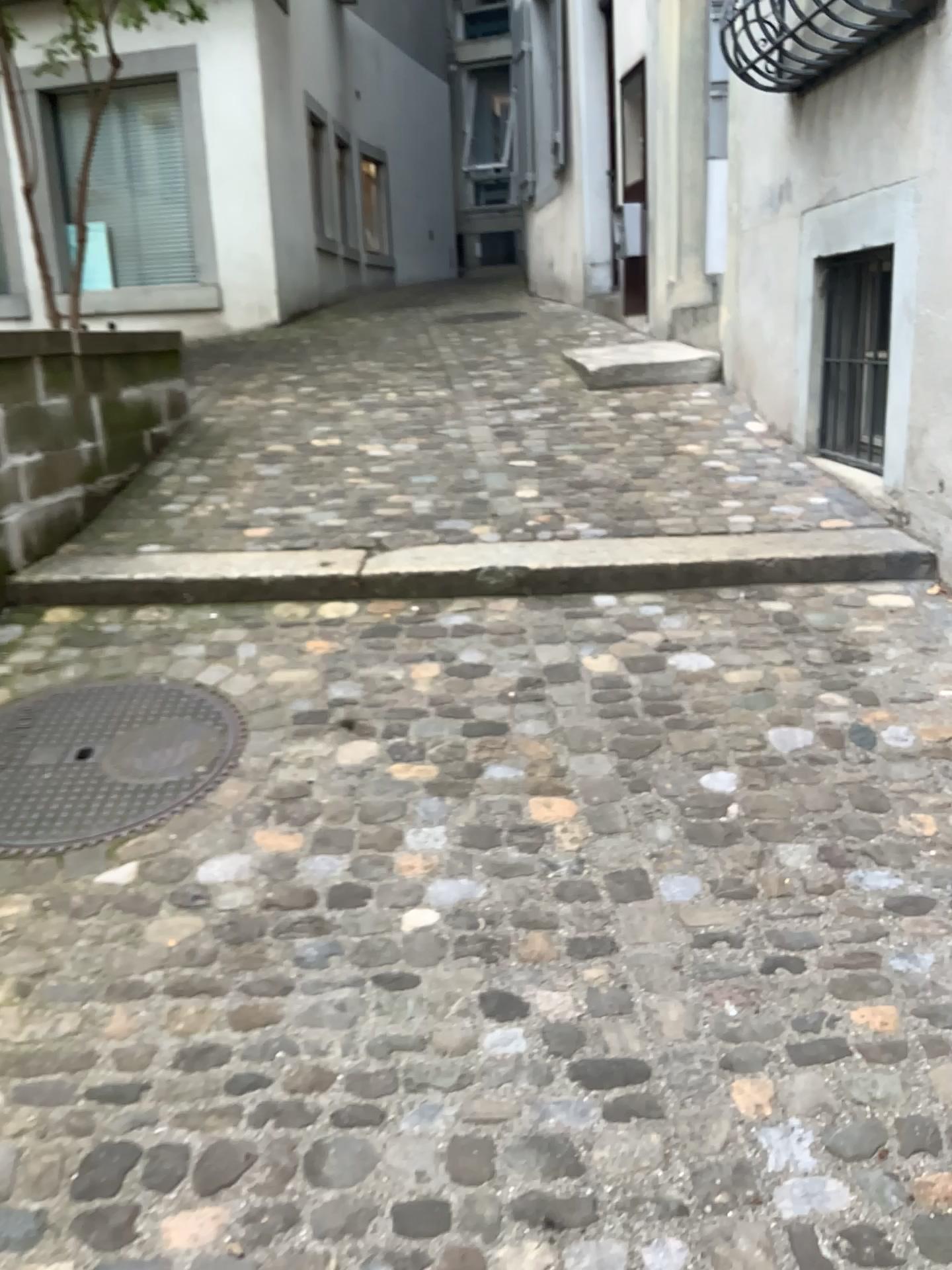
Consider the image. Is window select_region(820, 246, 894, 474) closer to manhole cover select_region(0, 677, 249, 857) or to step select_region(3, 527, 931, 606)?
step select_region(3, 527, 931, 606)

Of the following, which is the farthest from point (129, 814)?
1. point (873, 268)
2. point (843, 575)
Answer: point (873, 268)

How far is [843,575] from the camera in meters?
3.2 m

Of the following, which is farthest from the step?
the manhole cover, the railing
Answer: the railing

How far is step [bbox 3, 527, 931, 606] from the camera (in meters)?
3.24

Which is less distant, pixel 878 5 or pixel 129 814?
pixel 129 814

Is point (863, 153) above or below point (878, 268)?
above

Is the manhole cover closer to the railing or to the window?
the window

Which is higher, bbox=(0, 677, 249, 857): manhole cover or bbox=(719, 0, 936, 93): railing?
bbox=(719, 0, 936, 93): railing

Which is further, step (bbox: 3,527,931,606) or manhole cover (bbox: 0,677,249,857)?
step (bbox: 3,527,931,606)
